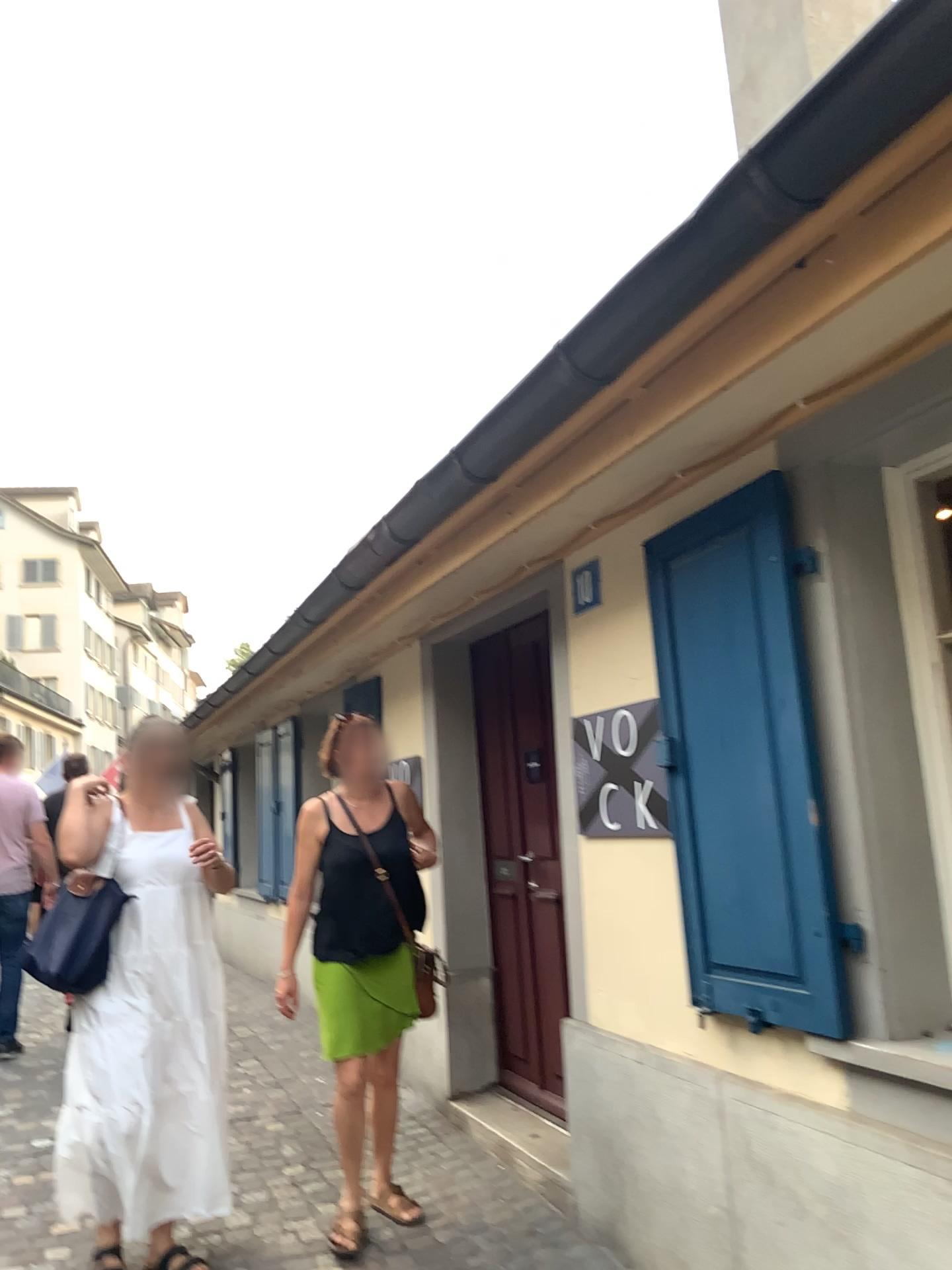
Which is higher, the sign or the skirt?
the sign

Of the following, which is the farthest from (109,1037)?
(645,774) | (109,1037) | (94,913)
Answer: (645,774)

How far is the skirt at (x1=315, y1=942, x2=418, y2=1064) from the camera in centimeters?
348cm

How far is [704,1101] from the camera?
2.70m

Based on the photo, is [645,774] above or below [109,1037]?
above

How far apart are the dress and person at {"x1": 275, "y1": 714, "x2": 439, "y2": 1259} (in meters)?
0.36

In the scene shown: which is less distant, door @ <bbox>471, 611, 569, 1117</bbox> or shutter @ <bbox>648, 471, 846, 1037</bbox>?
shutter @ <bbox>648, 471, 846, 1037</bbox>

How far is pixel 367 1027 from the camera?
3.5m

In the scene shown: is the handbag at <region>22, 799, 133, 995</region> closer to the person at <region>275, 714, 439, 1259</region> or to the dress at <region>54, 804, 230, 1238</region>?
the dress at <region>54, 804, 230, 1238</region>

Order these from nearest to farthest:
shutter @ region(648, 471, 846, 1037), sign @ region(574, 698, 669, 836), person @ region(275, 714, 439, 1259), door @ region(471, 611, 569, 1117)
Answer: shutter @ region(648, 471, 846, 1037), sign @ region(574, 698, 669, 836), person @ region(275, 714, 439, 1259), door @ region(471, 611, 569, 1117)
